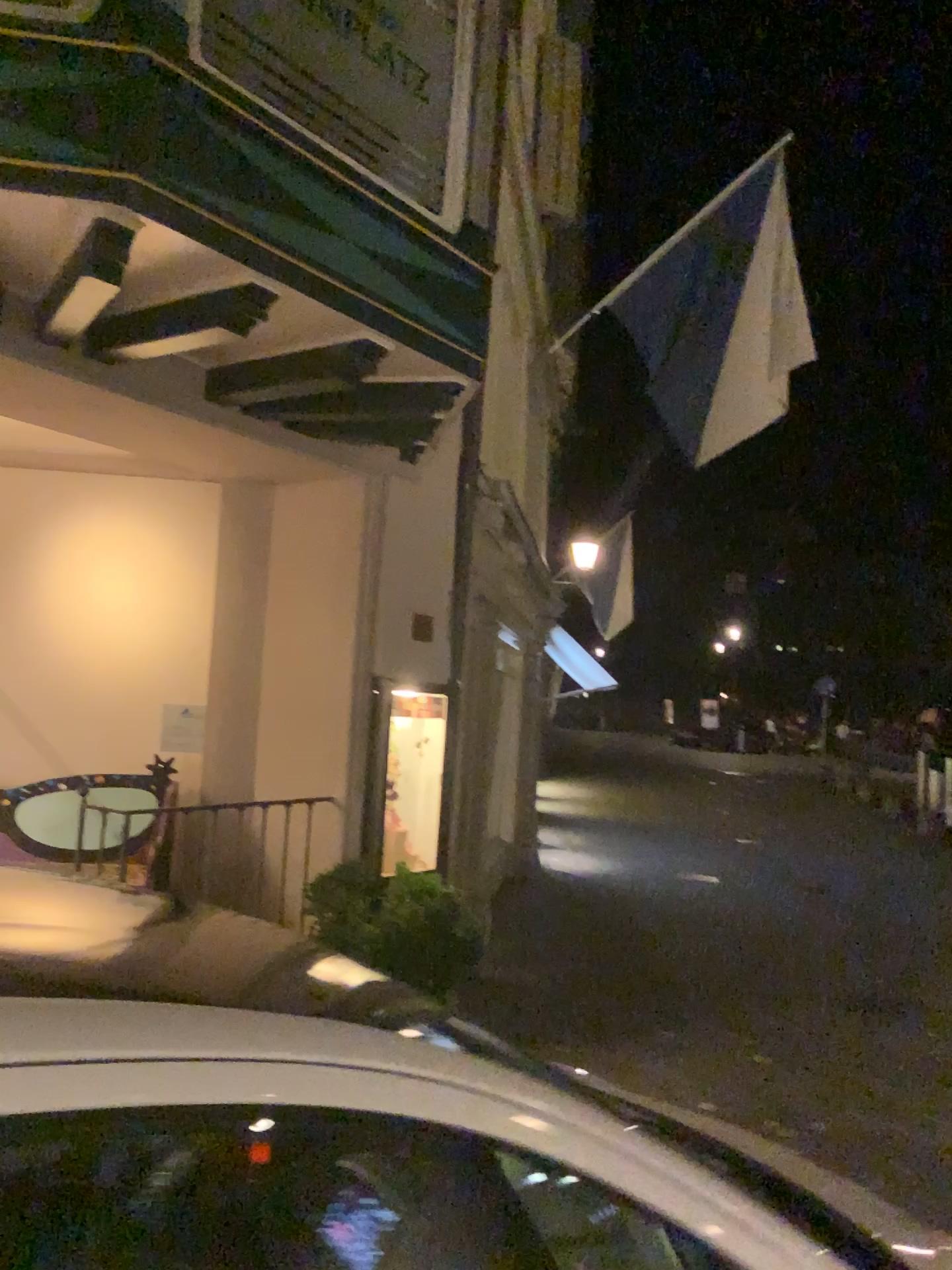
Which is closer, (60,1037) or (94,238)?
(60,1037)

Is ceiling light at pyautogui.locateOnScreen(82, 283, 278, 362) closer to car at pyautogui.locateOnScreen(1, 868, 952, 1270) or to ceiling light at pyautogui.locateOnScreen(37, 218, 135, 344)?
ceiling light at pyautogui.locateOnScreen(37, 218, 135, 344)

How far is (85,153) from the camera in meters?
2.9

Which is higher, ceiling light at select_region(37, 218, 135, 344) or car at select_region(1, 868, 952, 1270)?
ceiling light at select_region(37, 218, 135, 344)

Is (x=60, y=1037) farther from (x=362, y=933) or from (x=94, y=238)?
(x=362, y=933)

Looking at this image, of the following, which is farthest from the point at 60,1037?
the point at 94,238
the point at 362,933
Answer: the point at 362,933

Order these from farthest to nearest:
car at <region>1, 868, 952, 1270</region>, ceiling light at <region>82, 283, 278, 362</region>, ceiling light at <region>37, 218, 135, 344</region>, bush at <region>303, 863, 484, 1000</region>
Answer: bush at <region>303, 863, 484, 1000</region> → ceiling light at <region>82, 283, 278, 362</region> → ceiling light at <region>37, 218, 135, 344</region> → car at <region>1, 868, 952, 1270</region>

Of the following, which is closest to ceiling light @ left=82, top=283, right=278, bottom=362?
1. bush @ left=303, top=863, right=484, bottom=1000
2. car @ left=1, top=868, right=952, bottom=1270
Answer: bush @ left=303, top=863, right=484, bottom=1000

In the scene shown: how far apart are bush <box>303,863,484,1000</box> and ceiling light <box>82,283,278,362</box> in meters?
2.3 m

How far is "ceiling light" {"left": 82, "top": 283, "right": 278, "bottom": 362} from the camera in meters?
3.5
